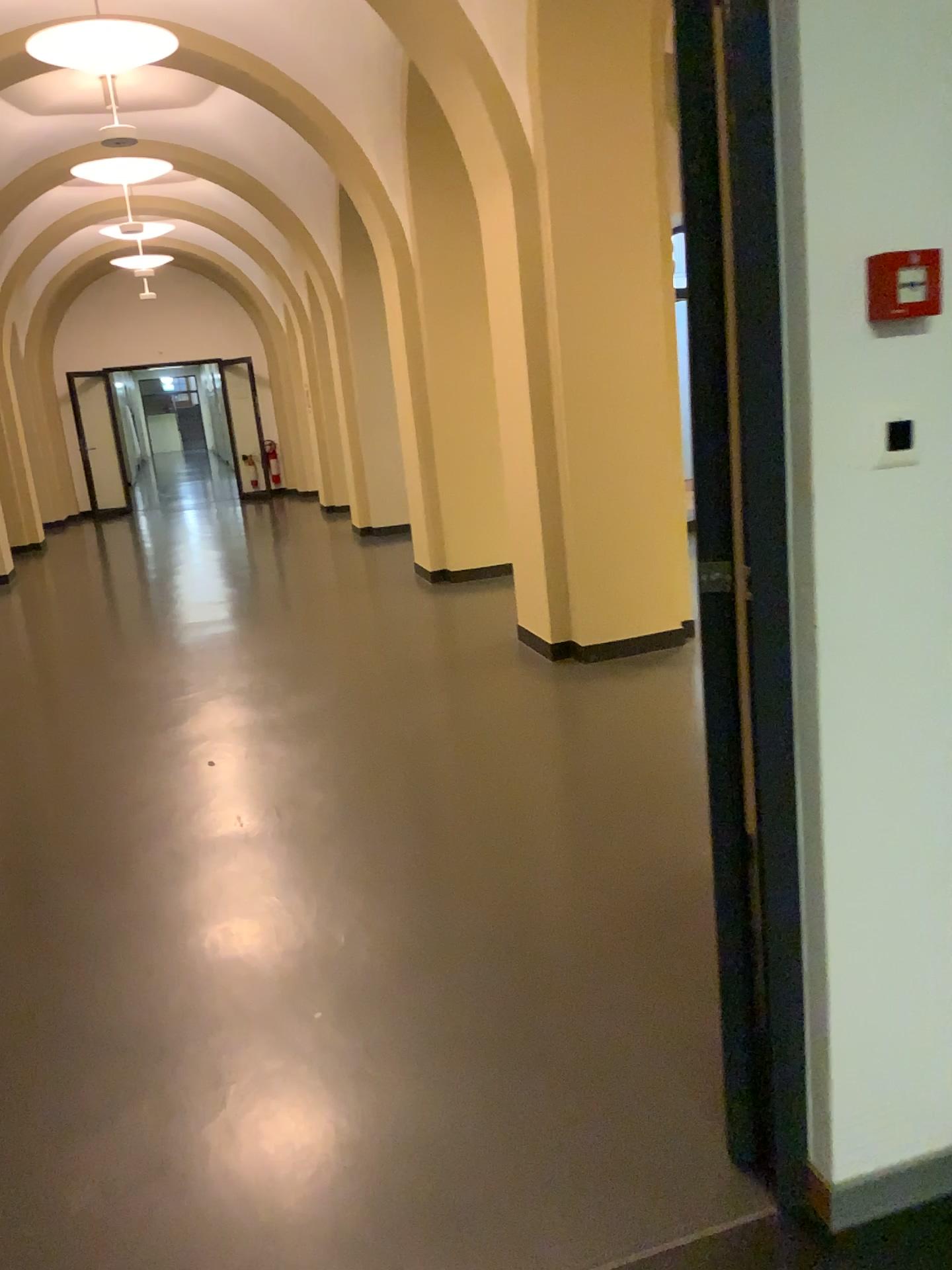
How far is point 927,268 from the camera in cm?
143

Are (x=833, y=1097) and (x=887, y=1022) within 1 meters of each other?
yes

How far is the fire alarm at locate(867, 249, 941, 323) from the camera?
1.4 meters
